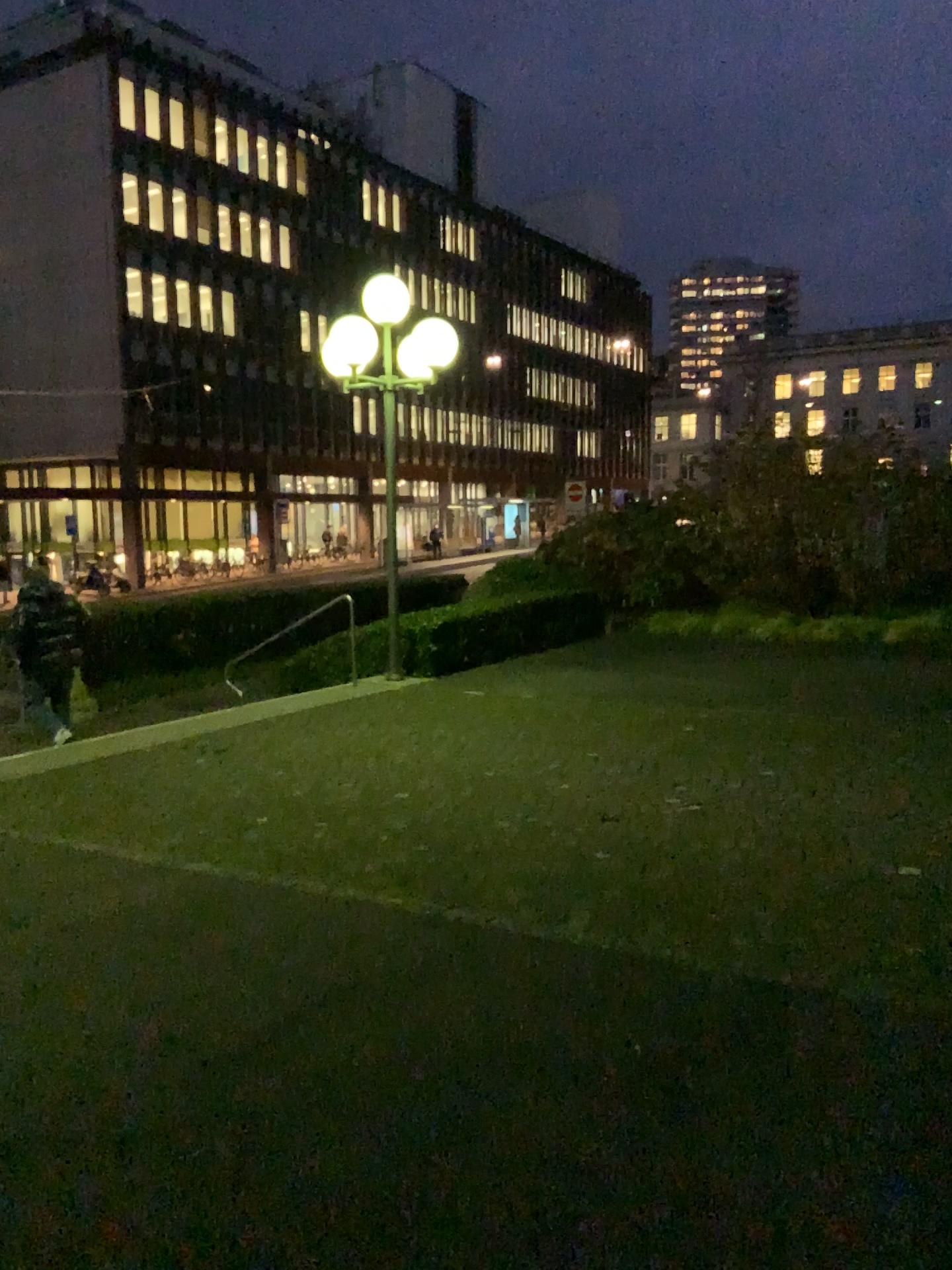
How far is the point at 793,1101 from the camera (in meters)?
2.91
